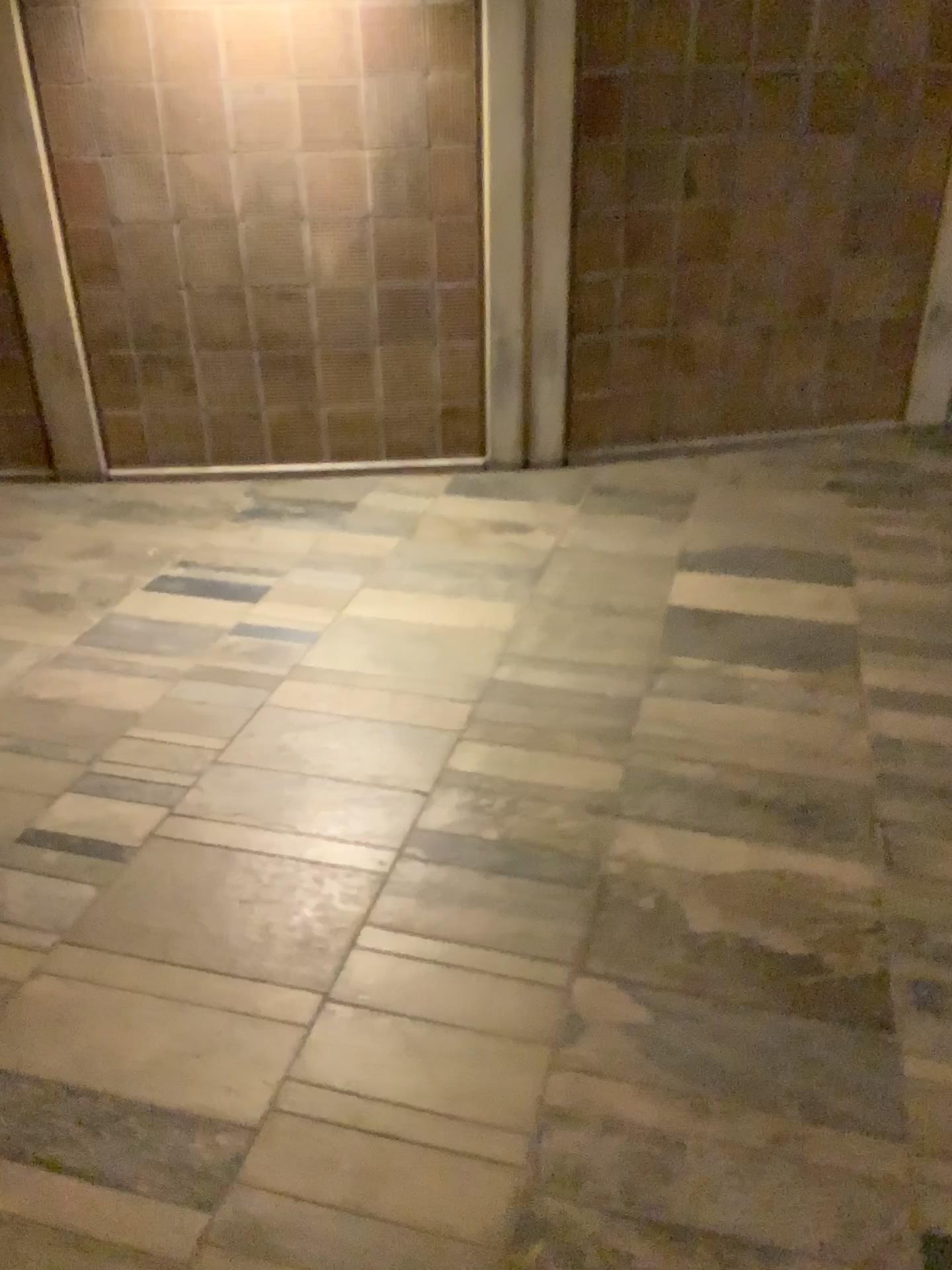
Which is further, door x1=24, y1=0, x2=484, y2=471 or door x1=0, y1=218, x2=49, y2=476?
door x1=0, y1=218, x2=49, y2=476

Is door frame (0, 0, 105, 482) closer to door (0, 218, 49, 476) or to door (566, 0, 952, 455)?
door (0, 218, 49, 476)

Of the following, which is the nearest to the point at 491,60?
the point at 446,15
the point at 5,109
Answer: the point at 446,15

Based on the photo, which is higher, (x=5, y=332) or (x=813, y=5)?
(x=813, y=5)

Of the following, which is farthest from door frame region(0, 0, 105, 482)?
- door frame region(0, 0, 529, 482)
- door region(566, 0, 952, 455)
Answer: door region(566, 0, 952, 455)

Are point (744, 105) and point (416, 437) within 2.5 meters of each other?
yes

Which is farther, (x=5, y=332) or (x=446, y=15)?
(x=5, y=332)

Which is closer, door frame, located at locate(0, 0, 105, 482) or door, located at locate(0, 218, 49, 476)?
door frame, located at locate(0, 0, 105, 482)
